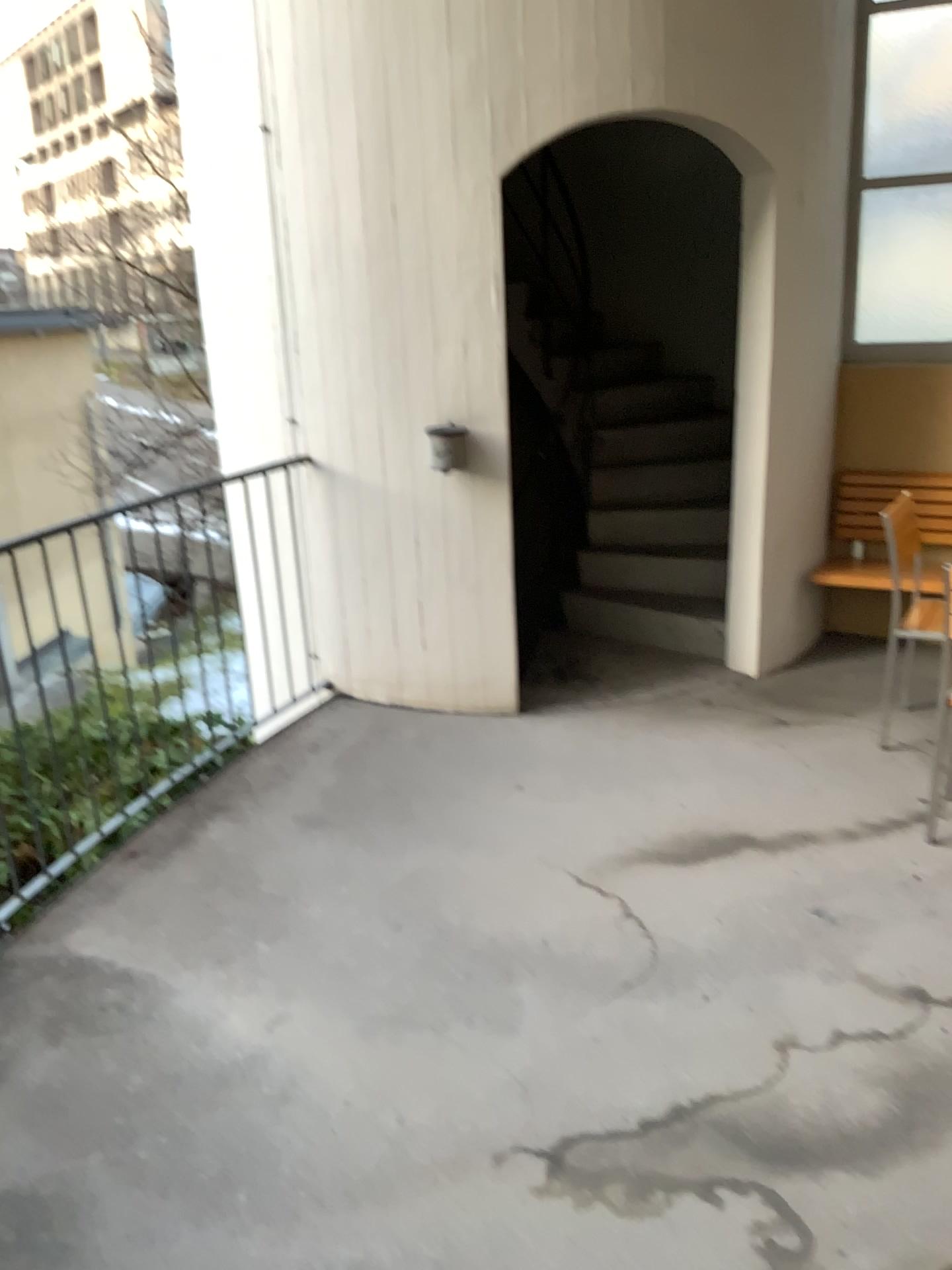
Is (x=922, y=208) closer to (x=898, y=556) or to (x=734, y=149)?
(x=734, y=149)

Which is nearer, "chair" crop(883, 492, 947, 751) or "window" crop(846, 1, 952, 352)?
"chair" crop(883, 492, 947, 751)

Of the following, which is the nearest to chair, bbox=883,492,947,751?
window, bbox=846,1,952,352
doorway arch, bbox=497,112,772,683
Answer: doorway arch, bbox=497,112,772,683

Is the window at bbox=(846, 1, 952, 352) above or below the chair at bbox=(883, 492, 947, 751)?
above

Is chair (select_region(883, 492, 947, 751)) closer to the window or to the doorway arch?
the doorway arch

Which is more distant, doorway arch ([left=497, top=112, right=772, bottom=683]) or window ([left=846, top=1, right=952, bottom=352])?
window ([left=846, top=1, right=952, bottom=352])

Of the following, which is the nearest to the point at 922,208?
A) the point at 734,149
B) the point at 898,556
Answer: the point at 734,149

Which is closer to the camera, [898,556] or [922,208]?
[898,556]

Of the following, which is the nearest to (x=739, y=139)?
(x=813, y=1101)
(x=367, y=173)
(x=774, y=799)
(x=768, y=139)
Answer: (x=768, y=139)
